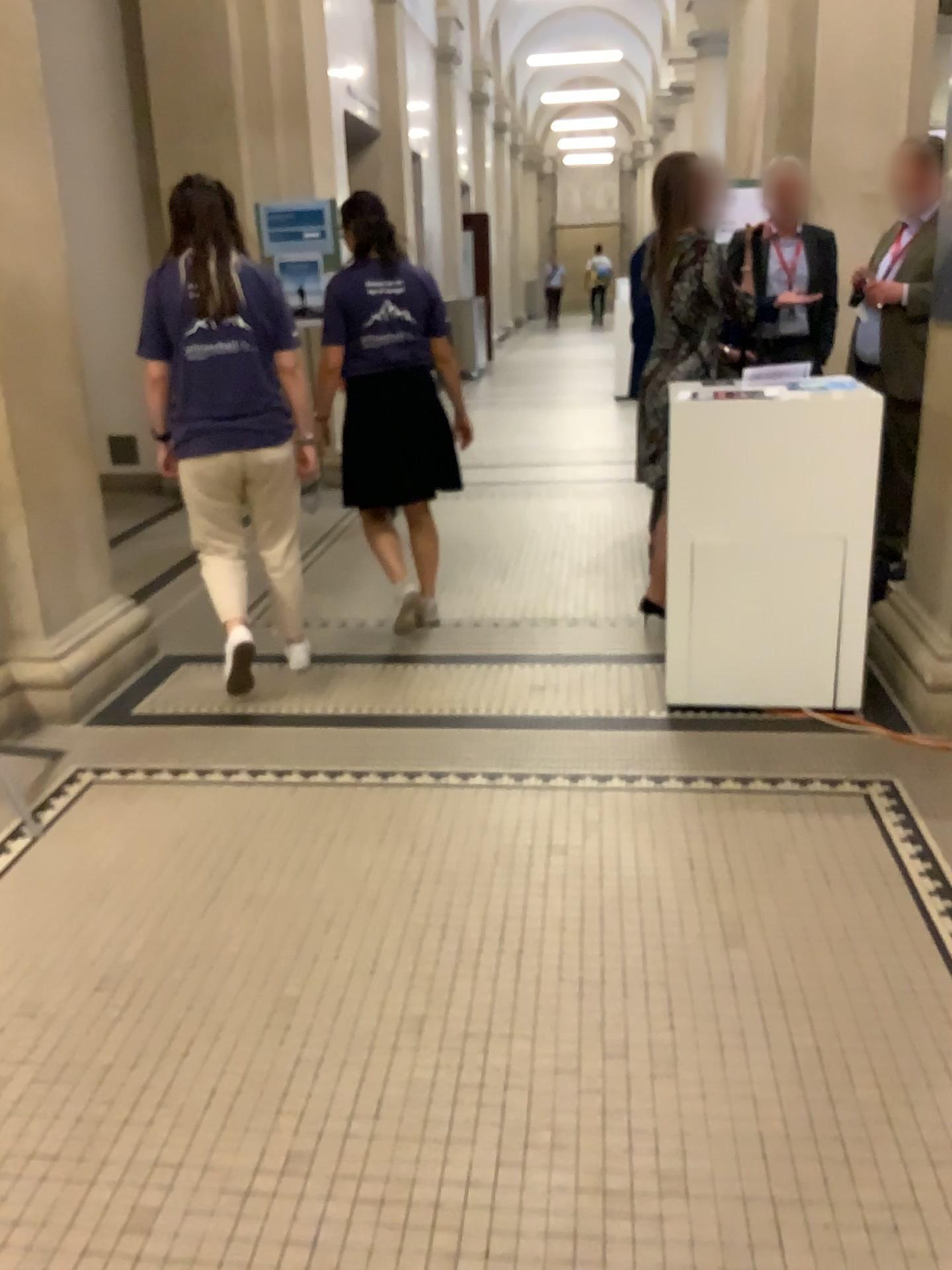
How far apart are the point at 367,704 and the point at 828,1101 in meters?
2.1 m

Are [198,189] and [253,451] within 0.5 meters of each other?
no

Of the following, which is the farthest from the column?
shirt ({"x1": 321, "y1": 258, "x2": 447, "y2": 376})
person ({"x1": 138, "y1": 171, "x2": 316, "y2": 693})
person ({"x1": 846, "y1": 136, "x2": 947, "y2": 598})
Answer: person ({"x1": 846, "y1": 136, "x2": 947, "y2": 598})

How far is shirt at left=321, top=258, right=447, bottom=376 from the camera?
3.9 meters

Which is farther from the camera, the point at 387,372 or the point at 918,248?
the point at 918,248

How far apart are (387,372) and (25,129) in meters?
1.4 m

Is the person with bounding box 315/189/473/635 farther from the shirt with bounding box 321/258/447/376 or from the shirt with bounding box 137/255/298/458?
the shirt with bounding box 137/255/298/458

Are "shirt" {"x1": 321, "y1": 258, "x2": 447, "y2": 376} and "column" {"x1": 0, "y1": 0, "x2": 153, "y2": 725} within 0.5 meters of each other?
no

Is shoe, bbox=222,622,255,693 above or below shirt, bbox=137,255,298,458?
below

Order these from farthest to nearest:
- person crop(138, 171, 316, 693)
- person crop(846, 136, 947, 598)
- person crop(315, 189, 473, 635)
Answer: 1. person crop(846, 136, 947, 598)
2. person crop(315, 189, 473, 635)
3. person crop(138, 171, 316, 693)
